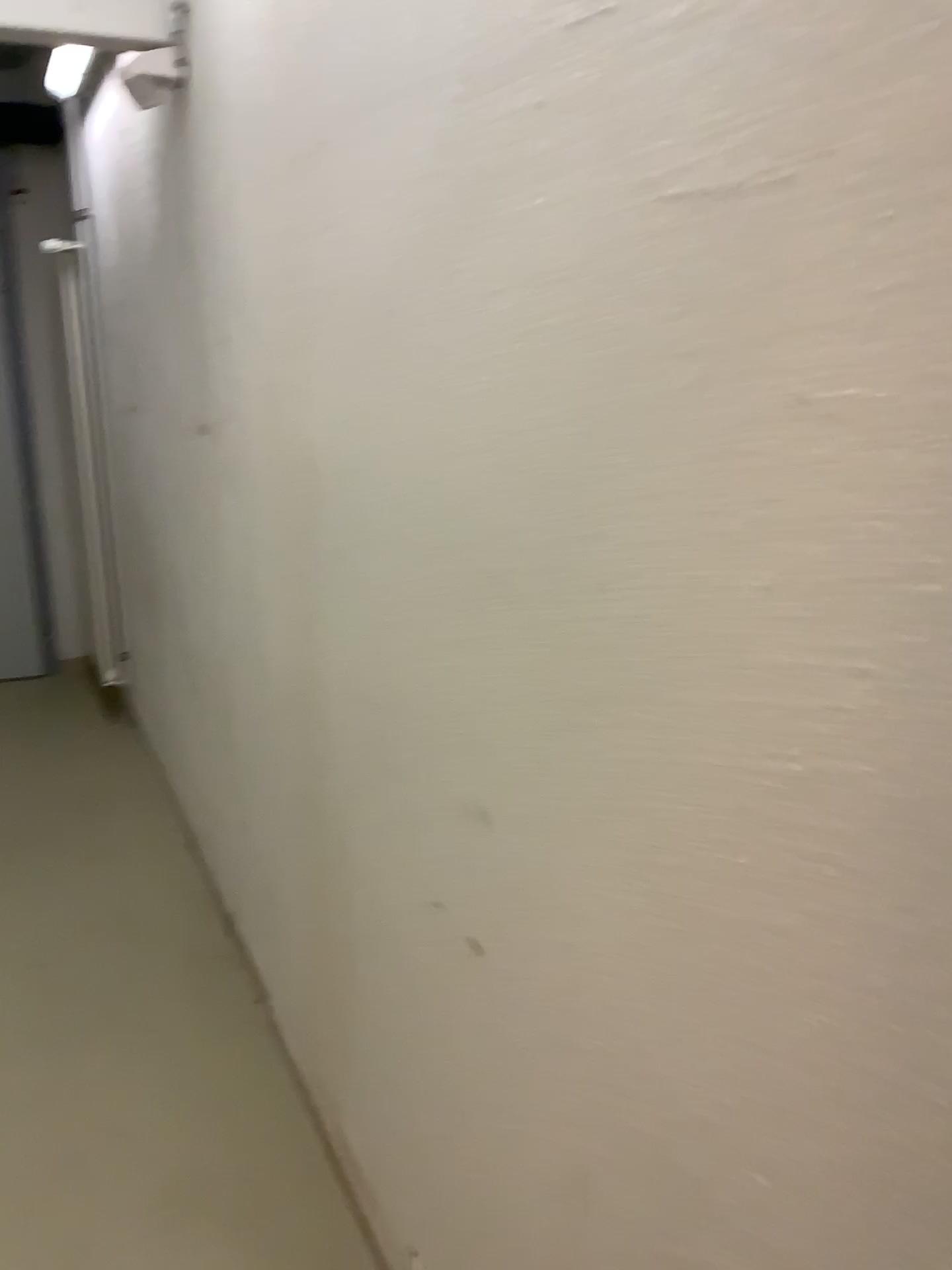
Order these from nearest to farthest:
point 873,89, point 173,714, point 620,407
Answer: point 873,89 < point 620,407 < point 173,714
